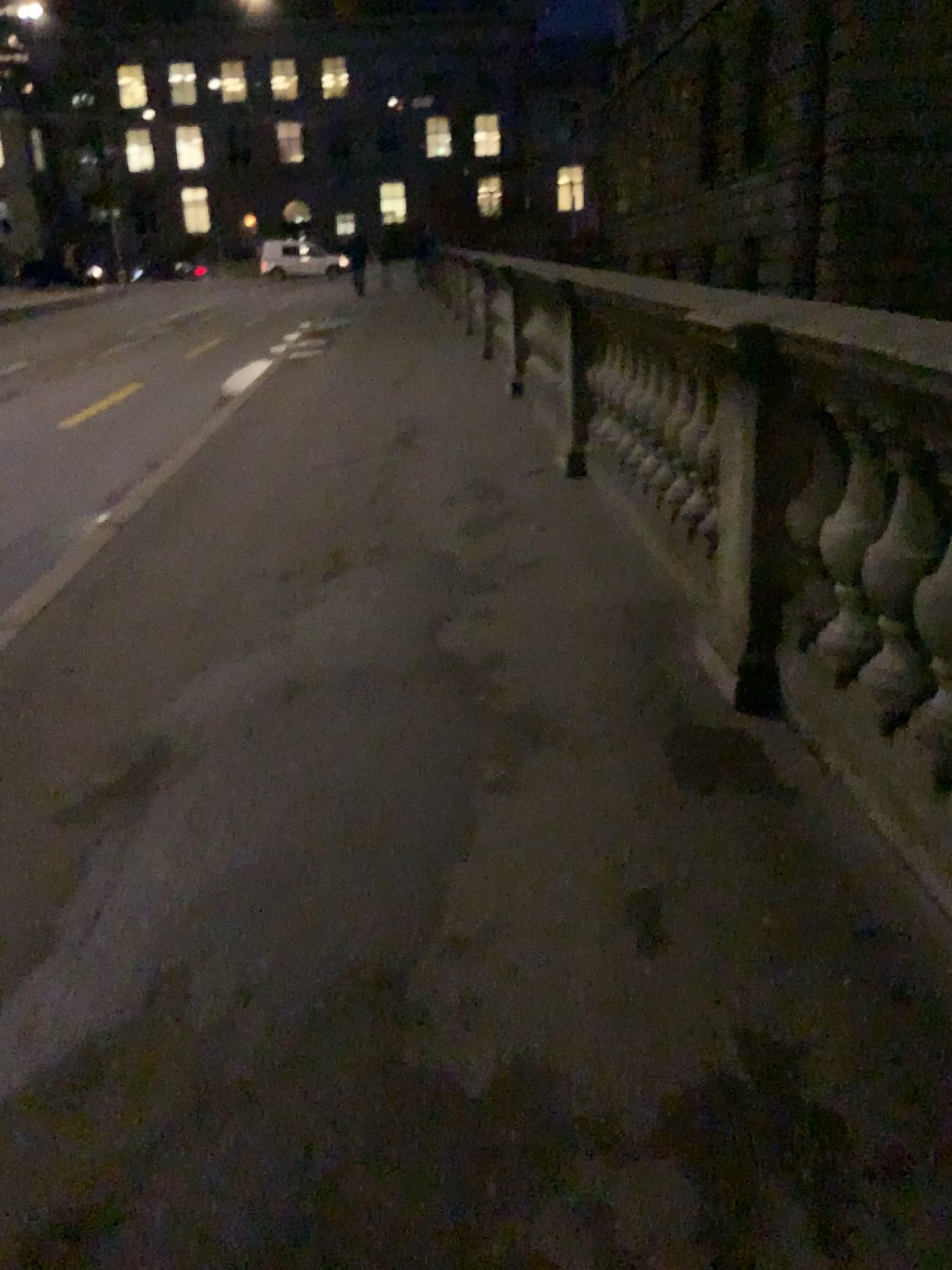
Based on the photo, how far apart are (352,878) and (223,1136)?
0.7 meters
